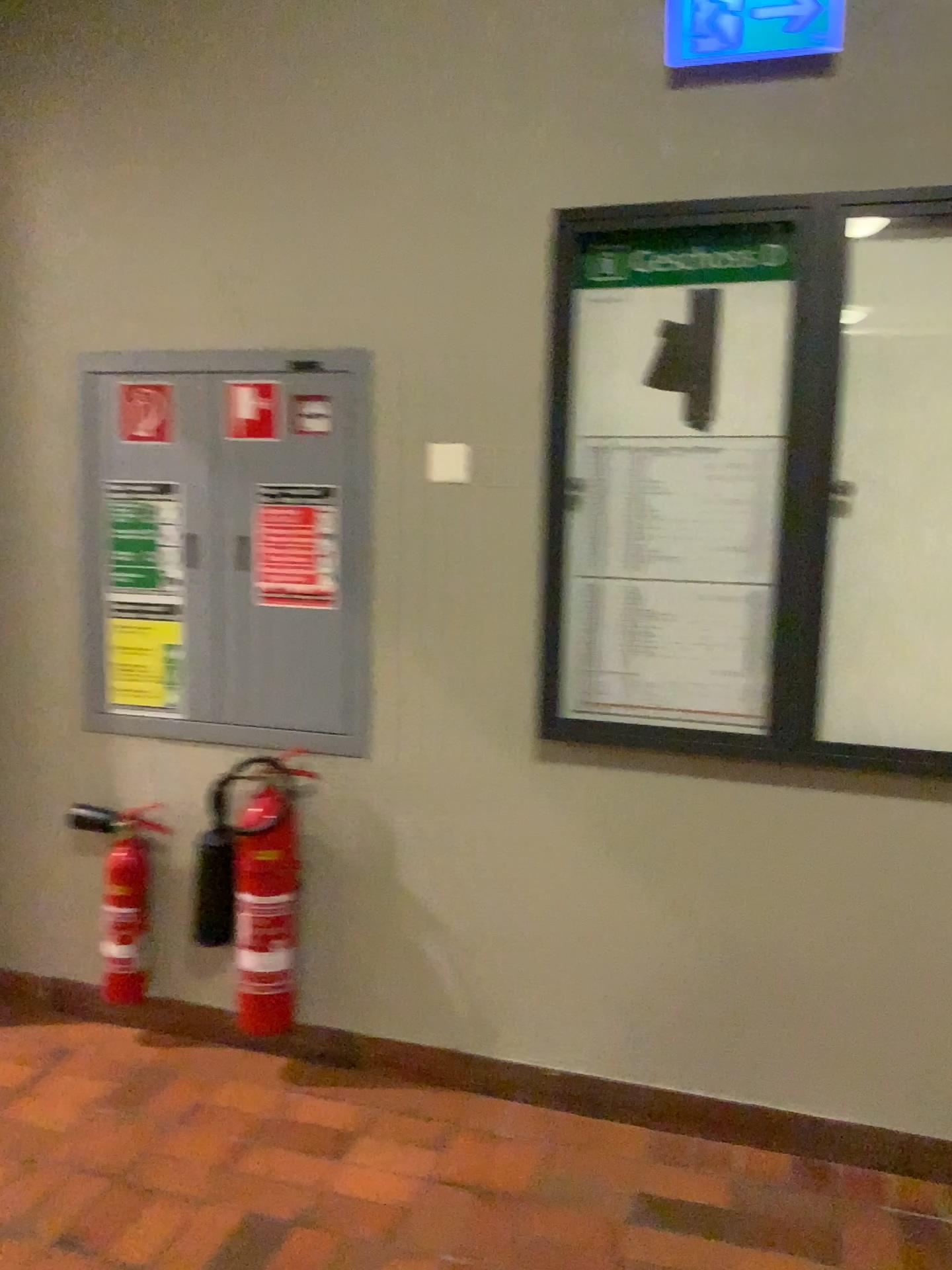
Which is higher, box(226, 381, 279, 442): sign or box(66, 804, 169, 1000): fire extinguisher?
box(226, 381, 279, 442): sign

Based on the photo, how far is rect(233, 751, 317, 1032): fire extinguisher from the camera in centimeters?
255cm

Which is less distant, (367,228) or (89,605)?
(367,228)

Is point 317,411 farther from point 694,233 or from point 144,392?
point 694,233

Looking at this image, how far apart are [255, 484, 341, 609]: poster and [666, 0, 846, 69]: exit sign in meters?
1.2 m

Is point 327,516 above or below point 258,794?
above

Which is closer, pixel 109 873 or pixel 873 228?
pixel 873 228

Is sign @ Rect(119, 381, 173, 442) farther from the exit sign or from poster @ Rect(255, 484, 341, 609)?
the exit sign

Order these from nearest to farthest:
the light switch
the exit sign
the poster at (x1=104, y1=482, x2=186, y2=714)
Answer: the exit sign < the light switch < the poster at (x1=104, y1=482, x2=186, y2=714)

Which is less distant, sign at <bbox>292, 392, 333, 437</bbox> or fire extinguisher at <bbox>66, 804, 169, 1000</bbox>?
sign at <bbox>292, 392, 333, 437</bbox>
